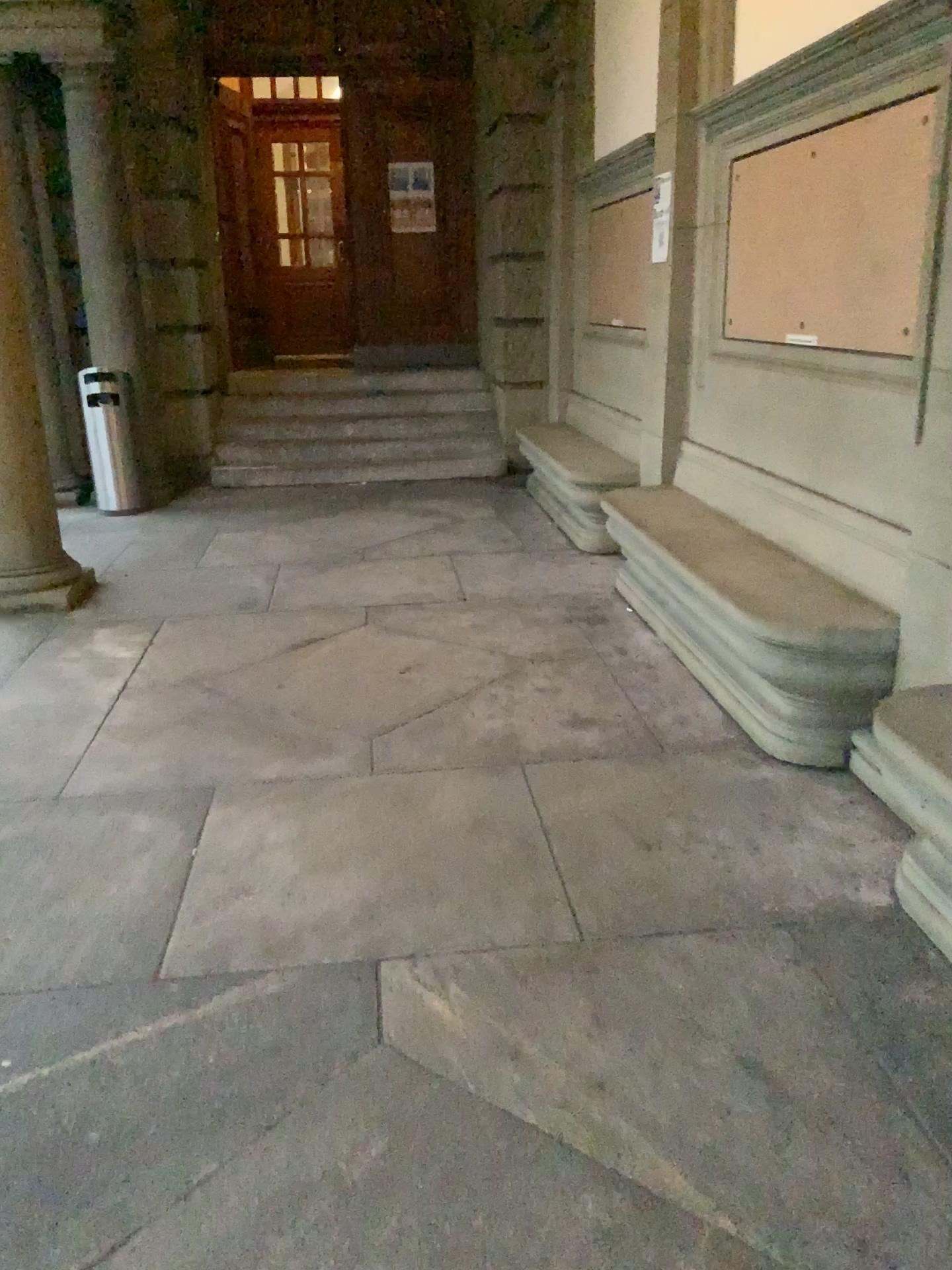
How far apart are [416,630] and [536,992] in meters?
2.6

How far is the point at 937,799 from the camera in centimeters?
236cm

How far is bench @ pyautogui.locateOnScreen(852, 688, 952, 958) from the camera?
2.4 meters
